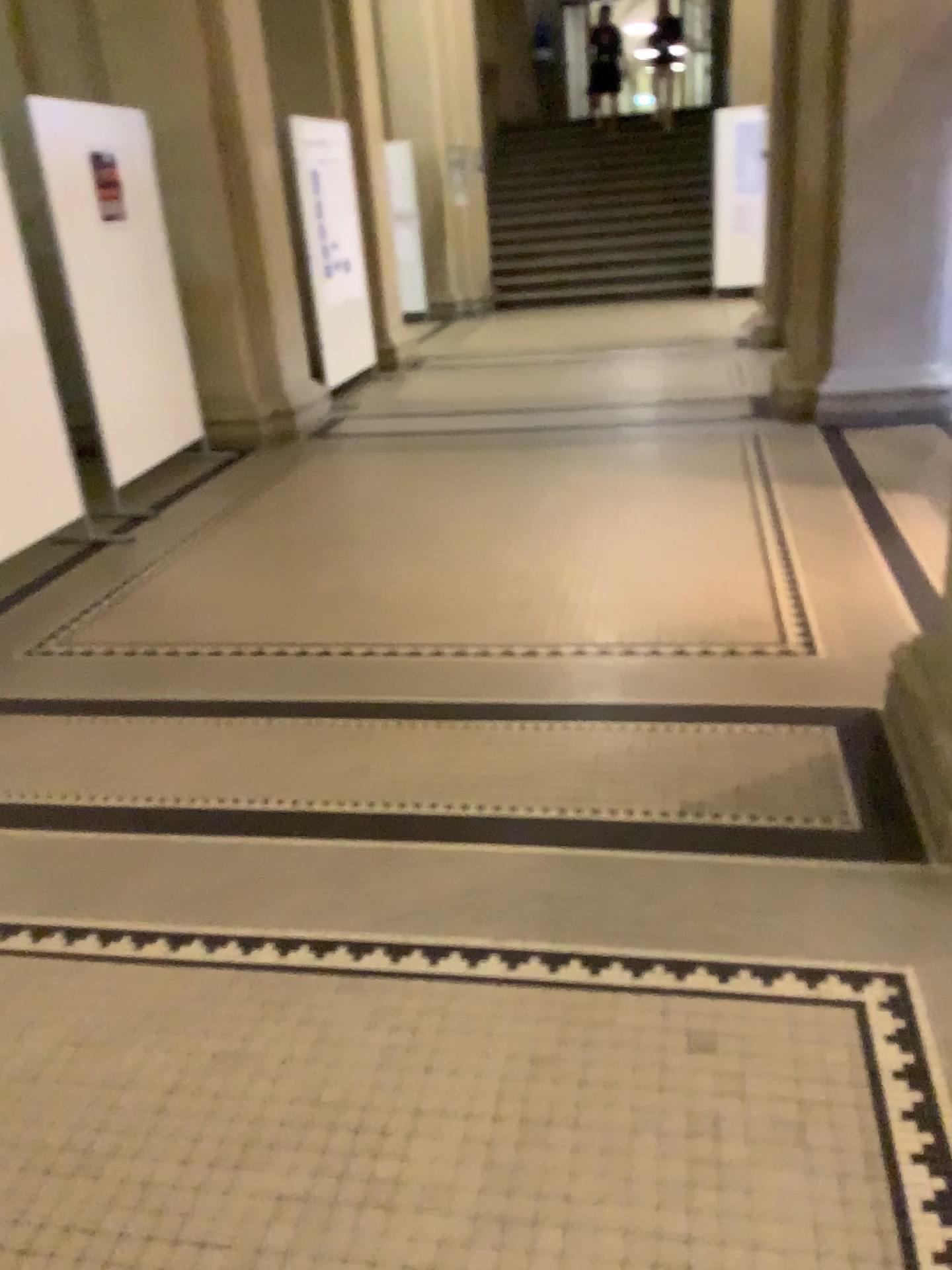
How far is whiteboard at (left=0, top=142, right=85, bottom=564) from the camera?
4.3m

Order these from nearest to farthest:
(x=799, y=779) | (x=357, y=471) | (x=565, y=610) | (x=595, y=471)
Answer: (x=799, y=779), (x=565, y=610), (x=595, y=471), (x=357, y=471)

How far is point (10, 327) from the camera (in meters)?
4.29
